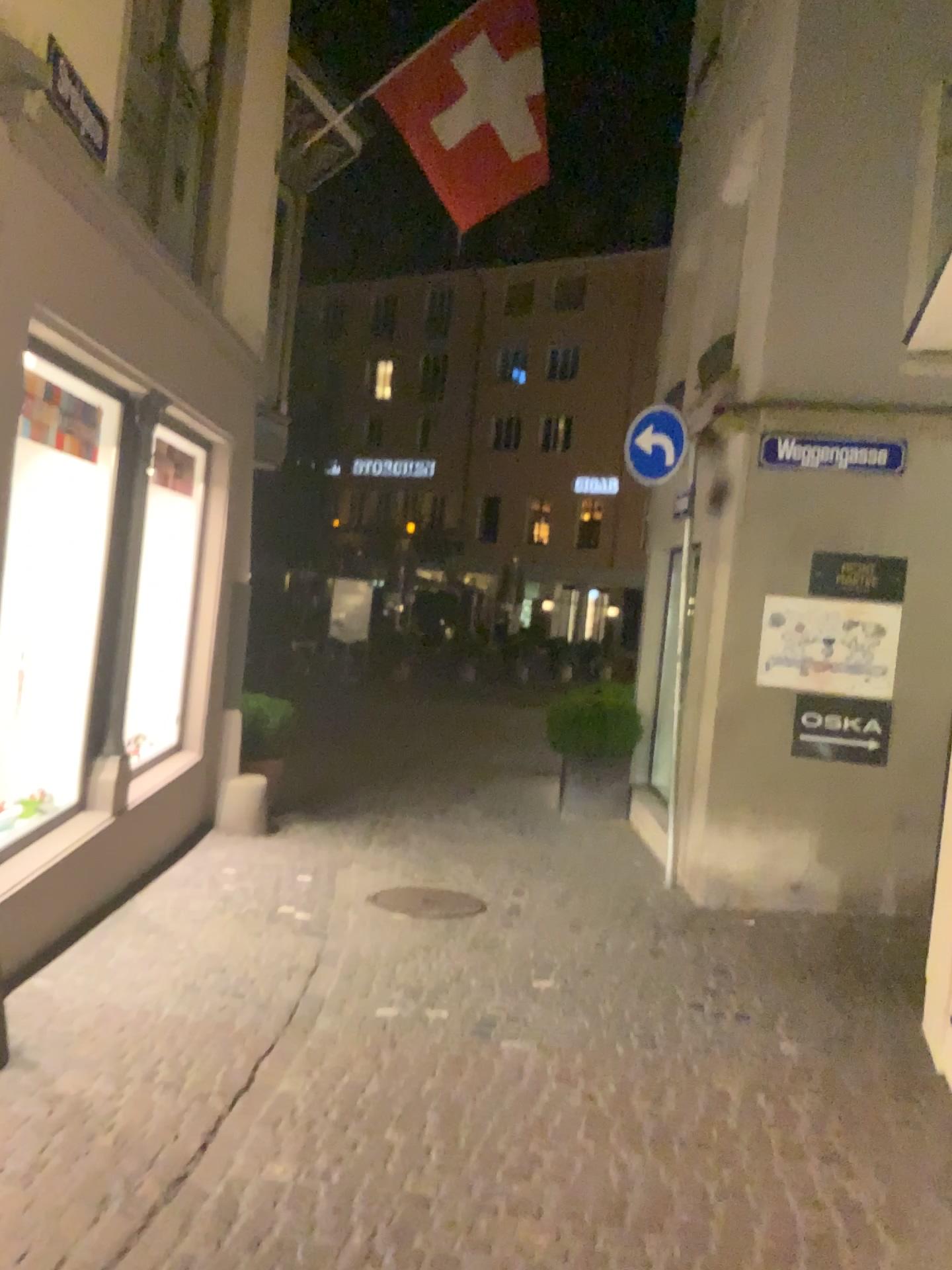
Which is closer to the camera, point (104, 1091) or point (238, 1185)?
point (238, 1185)
